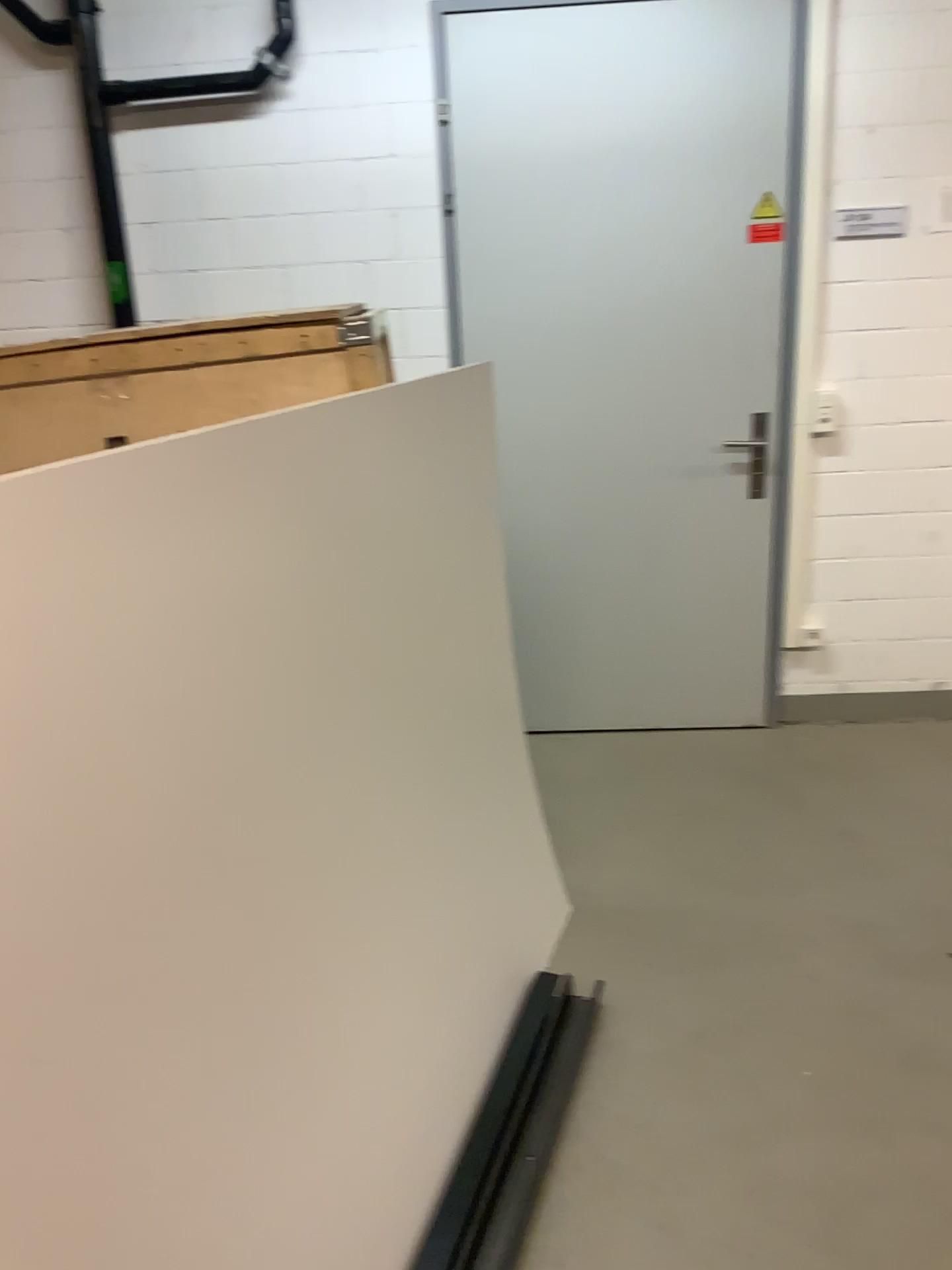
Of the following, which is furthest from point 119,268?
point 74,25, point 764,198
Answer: point 764,198

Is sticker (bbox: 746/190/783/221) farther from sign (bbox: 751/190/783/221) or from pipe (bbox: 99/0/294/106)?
pipe (bbox: 99/0/294/106)

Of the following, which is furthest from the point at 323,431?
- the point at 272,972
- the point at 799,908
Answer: the point at 799,908

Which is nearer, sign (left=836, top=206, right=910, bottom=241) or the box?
the box

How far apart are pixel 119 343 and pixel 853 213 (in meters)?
2.37

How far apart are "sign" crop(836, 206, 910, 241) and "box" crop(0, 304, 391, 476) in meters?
1.9 m

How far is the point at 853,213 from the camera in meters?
3.2 m

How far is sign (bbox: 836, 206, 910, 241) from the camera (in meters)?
3.22

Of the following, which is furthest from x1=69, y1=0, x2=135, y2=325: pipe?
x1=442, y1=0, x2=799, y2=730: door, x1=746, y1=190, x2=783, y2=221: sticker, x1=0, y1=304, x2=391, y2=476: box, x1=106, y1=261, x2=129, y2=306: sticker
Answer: x1=746, y1=190, x2=783, y2=221: sticker

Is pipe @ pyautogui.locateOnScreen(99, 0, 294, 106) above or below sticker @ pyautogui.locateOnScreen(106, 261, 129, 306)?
above
